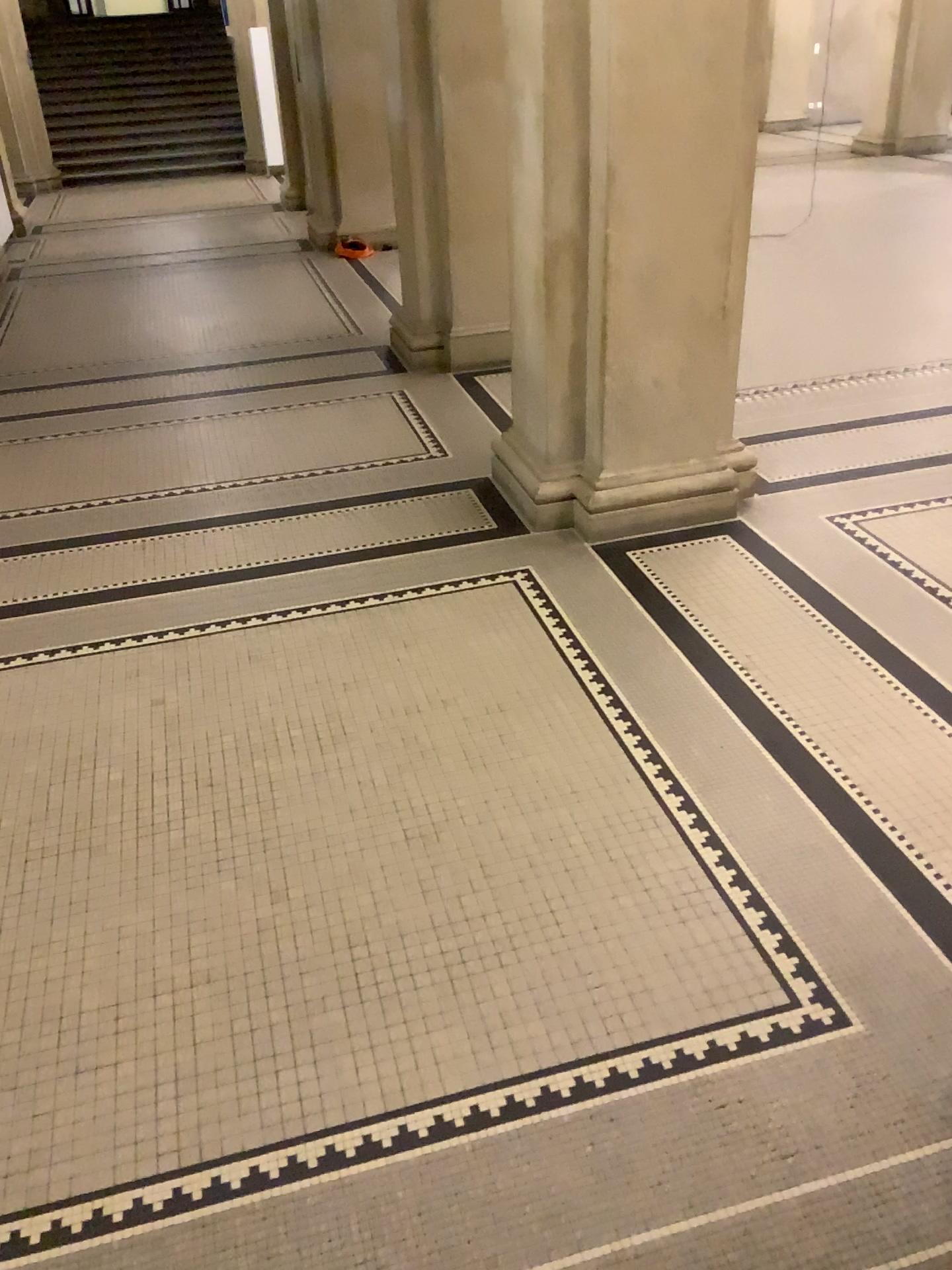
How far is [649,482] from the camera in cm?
467

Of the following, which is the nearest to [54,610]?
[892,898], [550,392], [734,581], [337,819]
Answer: [337,819]

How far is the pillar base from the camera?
4.7 meters
